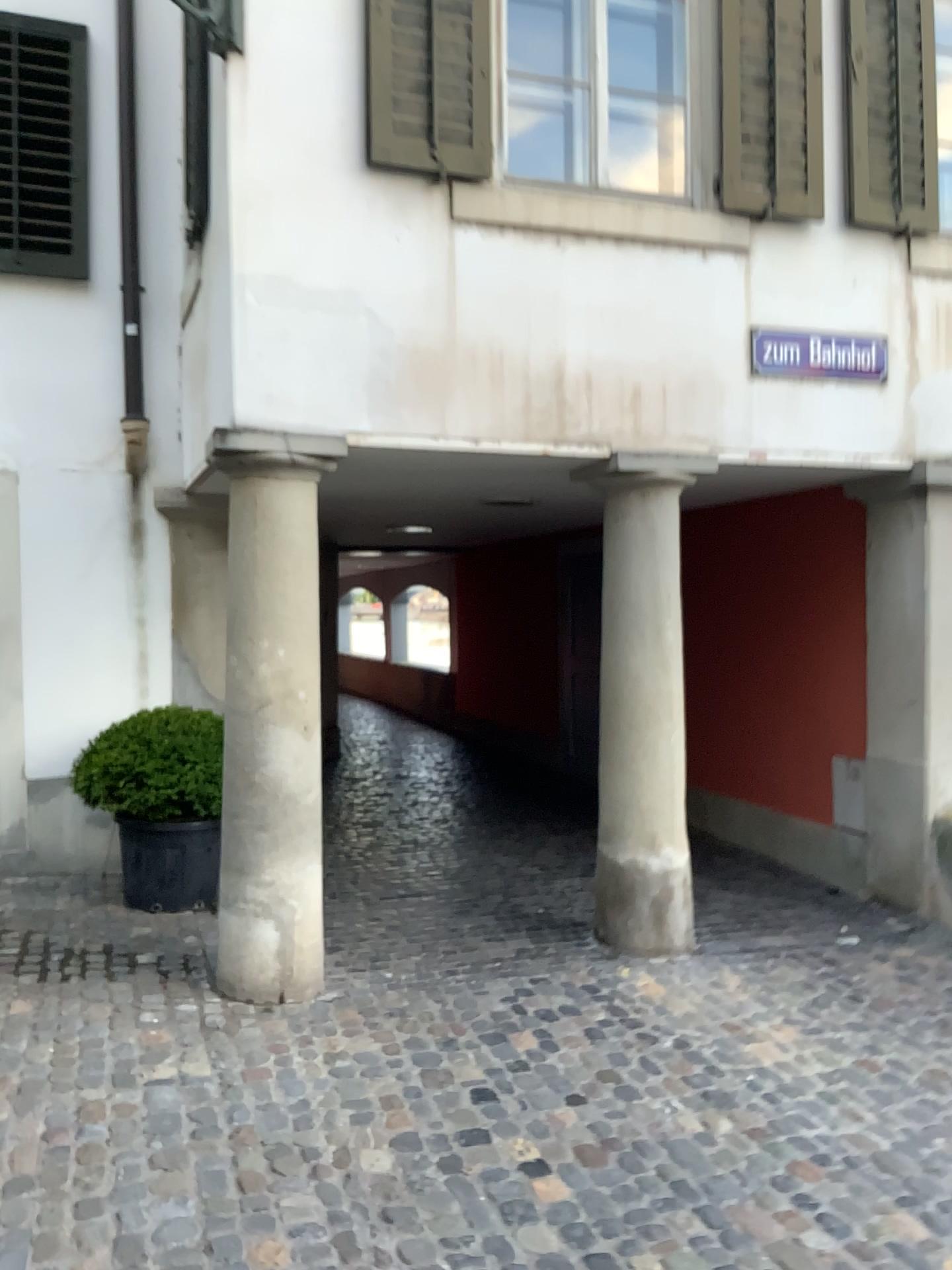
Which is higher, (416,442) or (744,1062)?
(416,442)

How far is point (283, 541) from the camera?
4.1m

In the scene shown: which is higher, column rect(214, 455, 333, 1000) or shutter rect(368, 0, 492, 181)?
shutter rect(368, 0, 492, 181)

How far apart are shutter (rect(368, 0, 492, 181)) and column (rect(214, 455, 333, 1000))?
1.26m

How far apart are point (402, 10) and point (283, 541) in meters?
2.2

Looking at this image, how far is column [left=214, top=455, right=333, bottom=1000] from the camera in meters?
4.1 m

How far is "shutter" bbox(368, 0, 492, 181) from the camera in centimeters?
425cm

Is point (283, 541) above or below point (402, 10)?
below
